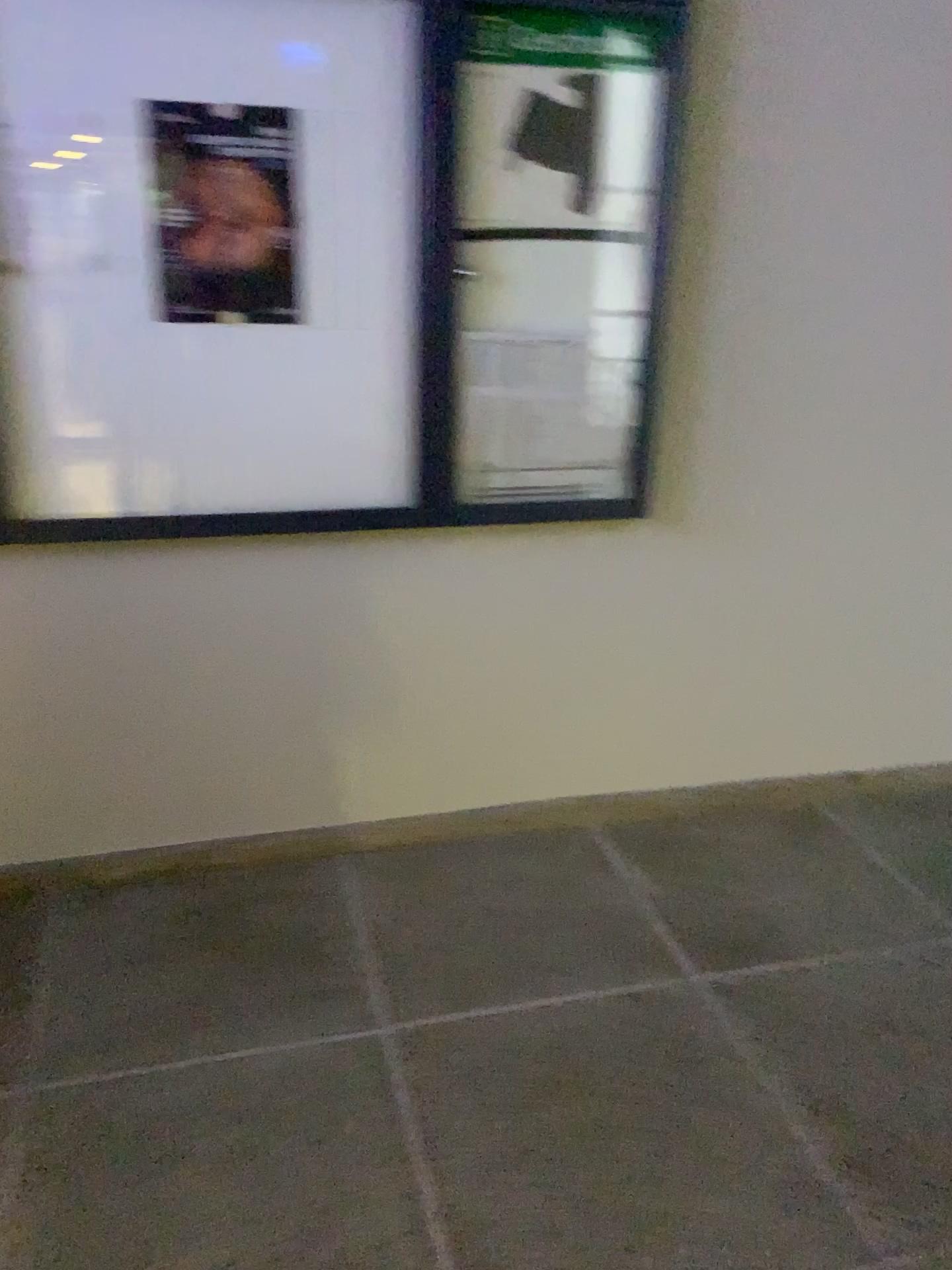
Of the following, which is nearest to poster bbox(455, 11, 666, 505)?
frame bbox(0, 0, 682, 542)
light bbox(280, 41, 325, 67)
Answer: frame bbox(0, 0, 682, 542)

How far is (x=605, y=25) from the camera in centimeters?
222cm

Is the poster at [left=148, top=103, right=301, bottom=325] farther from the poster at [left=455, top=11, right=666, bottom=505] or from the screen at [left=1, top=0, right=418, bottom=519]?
the poster at [left=455, top=11, right=666, bottom=505]

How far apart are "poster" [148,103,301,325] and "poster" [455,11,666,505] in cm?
37

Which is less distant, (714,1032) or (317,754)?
(714,1032)

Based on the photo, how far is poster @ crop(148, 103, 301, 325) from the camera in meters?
2.1 m

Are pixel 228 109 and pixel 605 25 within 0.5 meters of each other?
no

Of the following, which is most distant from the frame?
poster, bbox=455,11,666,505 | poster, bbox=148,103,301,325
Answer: poster, bbox=148,103,301,325

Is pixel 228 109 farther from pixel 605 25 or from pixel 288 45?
pixel 605 25

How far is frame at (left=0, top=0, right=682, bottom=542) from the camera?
2.2m
